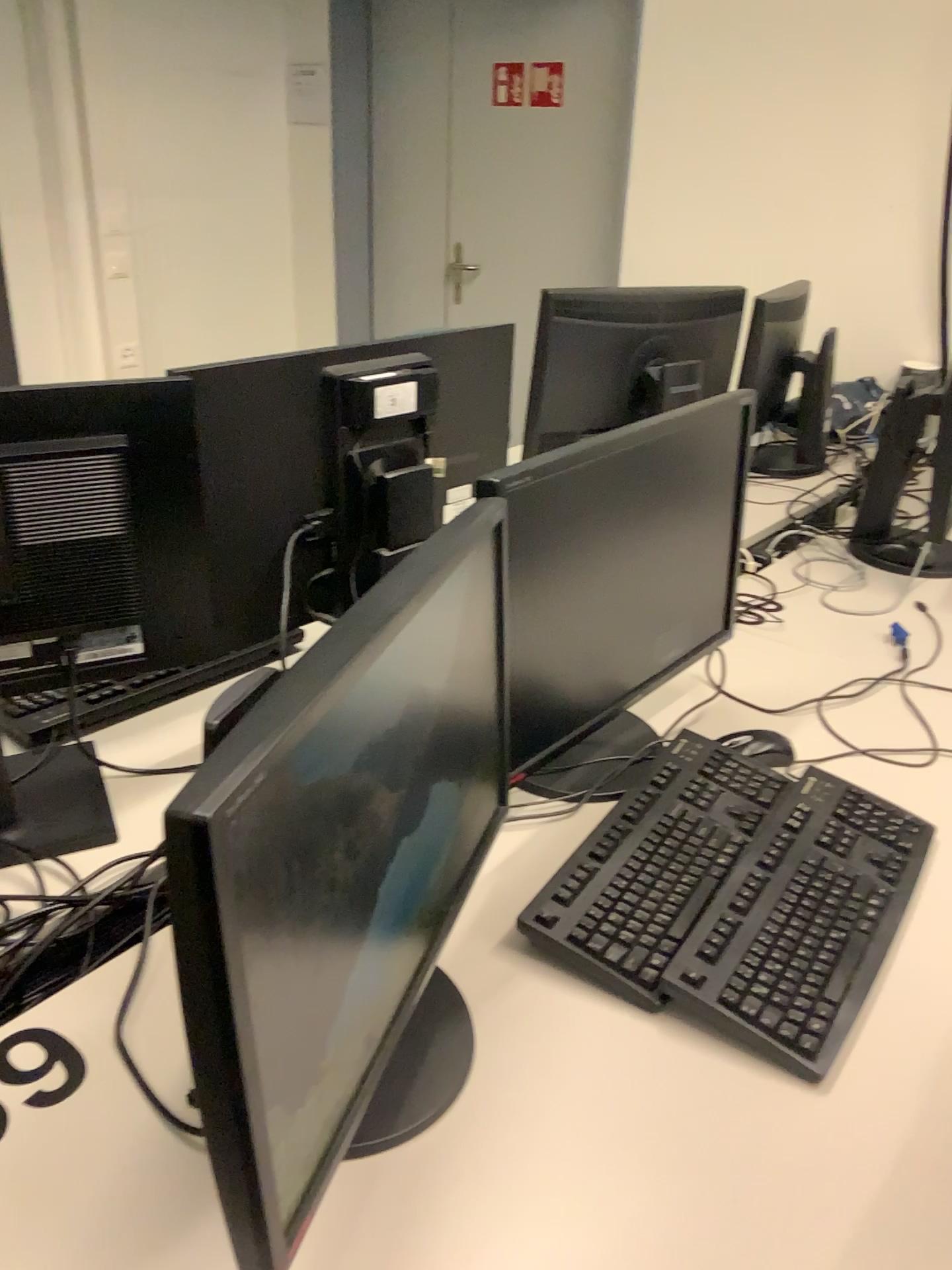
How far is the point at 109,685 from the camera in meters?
1.4

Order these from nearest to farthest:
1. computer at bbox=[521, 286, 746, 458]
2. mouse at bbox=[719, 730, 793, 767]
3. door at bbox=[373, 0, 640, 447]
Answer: mouse at bbox=[719, 730, 793, 767]
computer at bbox=[521, 286, 746, 458]
door at bbox=[373, 0, 640, 447]

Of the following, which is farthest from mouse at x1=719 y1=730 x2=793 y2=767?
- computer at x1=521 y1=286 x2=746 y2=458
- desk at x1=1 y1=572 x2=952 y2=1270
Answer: computer at x1=521 y1=286 x2=746 y2=458

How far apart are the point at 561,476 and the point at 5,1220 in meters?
A: 0.8 m

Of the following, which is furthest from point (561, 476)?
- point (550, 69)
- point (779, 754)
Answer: point (550, 69)

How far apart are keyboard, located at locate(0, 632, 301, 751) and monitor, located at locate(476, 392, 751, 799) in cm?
44

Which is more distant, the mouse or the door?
the door

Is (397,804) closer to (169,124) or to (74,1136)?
(74,1136)

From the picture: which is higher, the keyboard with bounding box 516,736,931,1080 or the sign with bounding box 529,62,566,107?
the sign with bounding box 529,62,566,107

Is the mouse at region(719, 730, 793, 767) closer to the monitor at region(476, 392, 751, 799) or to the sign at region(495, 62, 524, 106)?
the monitor at region(476, 392, 751, 799)
